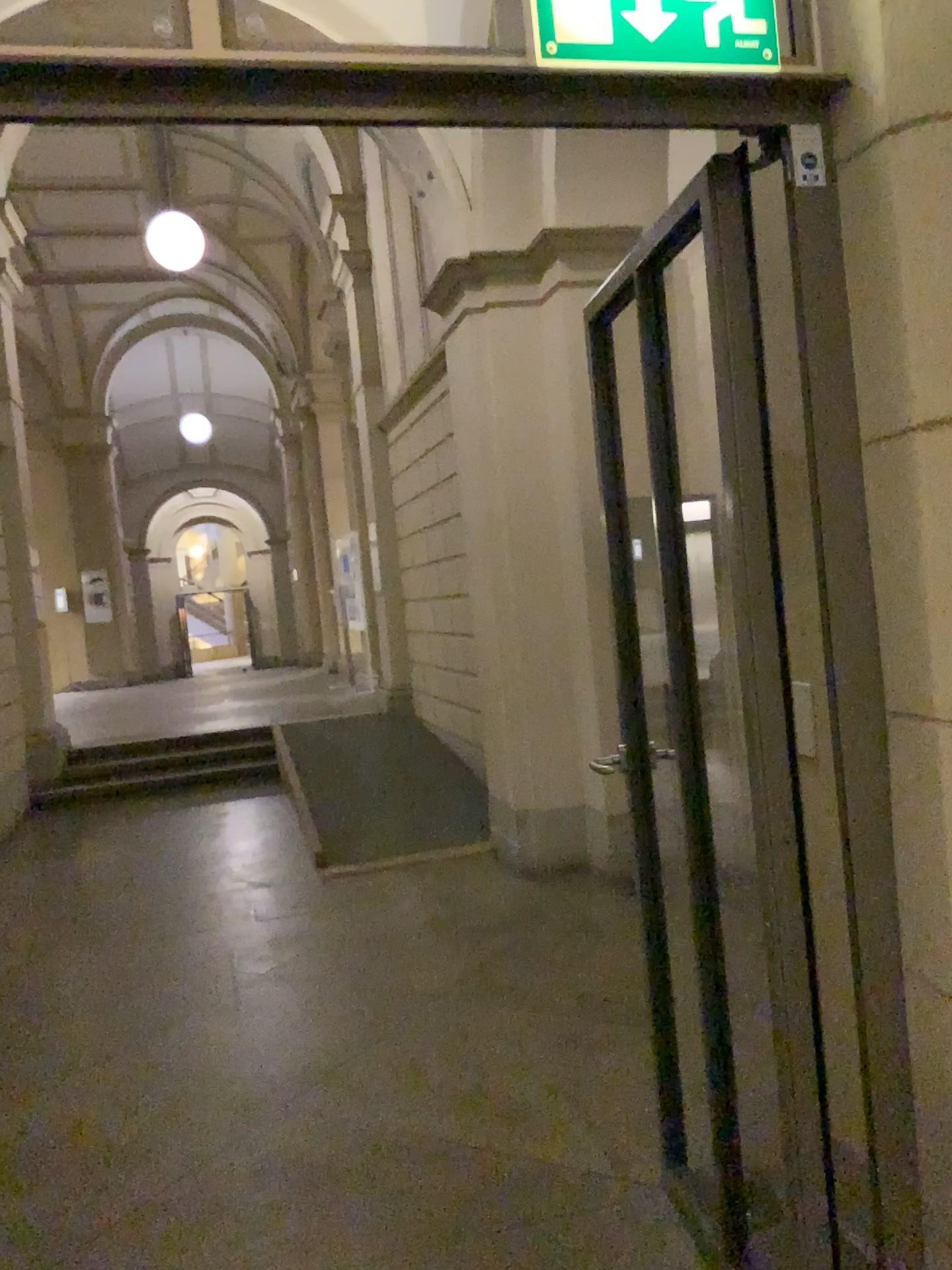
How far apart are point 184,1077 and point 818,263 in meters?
3.0 m

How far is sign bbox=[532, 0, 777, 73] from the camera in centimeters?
142cm

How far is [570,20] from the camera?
1.4m
